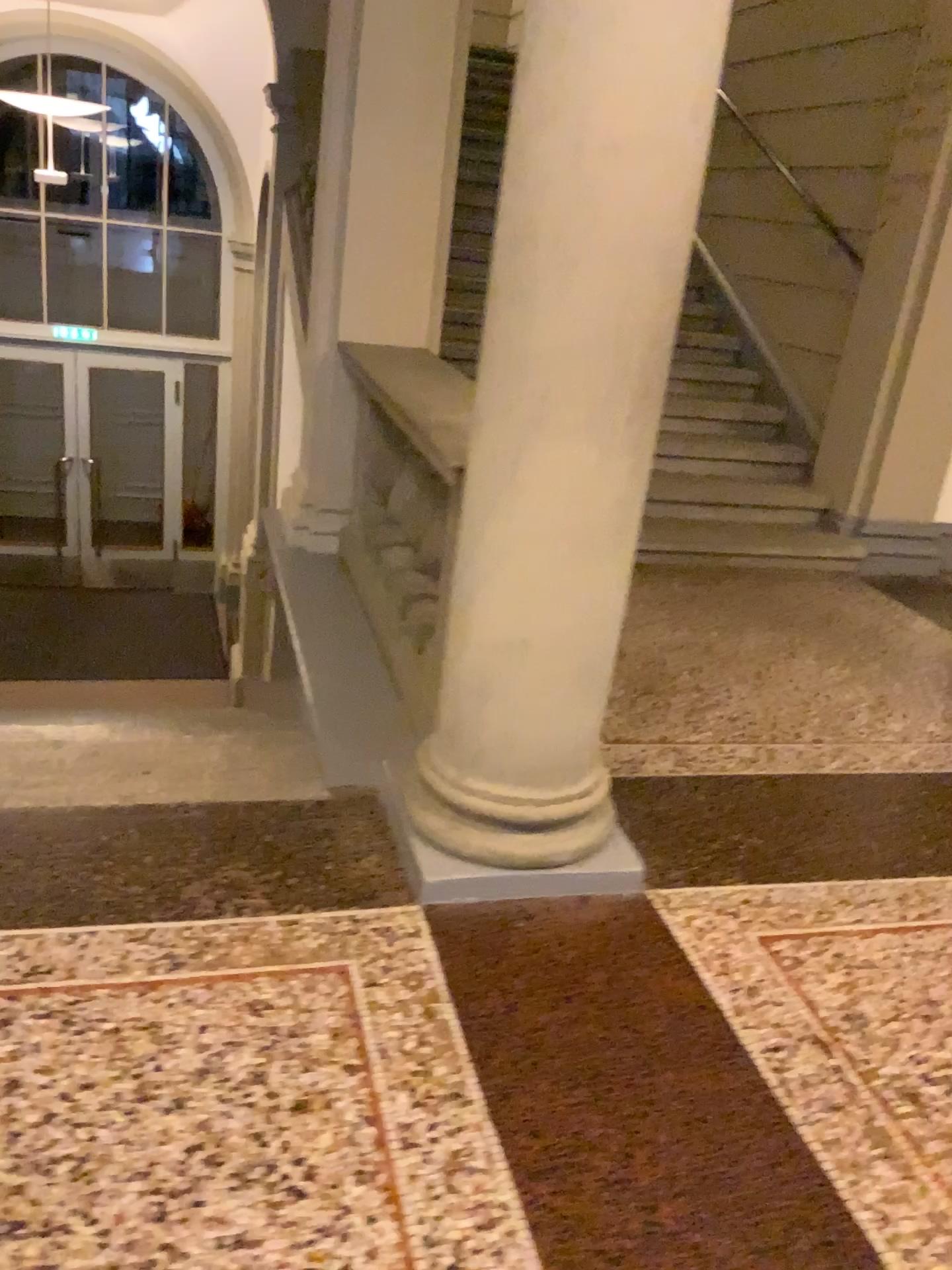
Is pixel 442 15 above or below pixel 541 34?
above

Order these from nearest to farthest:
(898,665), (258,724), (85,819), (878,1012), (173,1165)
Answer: (173,1165) → (878,1012) → (85,819) → (258,724) → (898,665)

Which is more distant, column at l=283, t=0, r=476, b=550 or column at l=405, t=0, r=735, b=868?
column at l=283, t=0, r=476, b=550

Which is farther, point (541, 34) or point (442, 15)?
point (442, 15)
